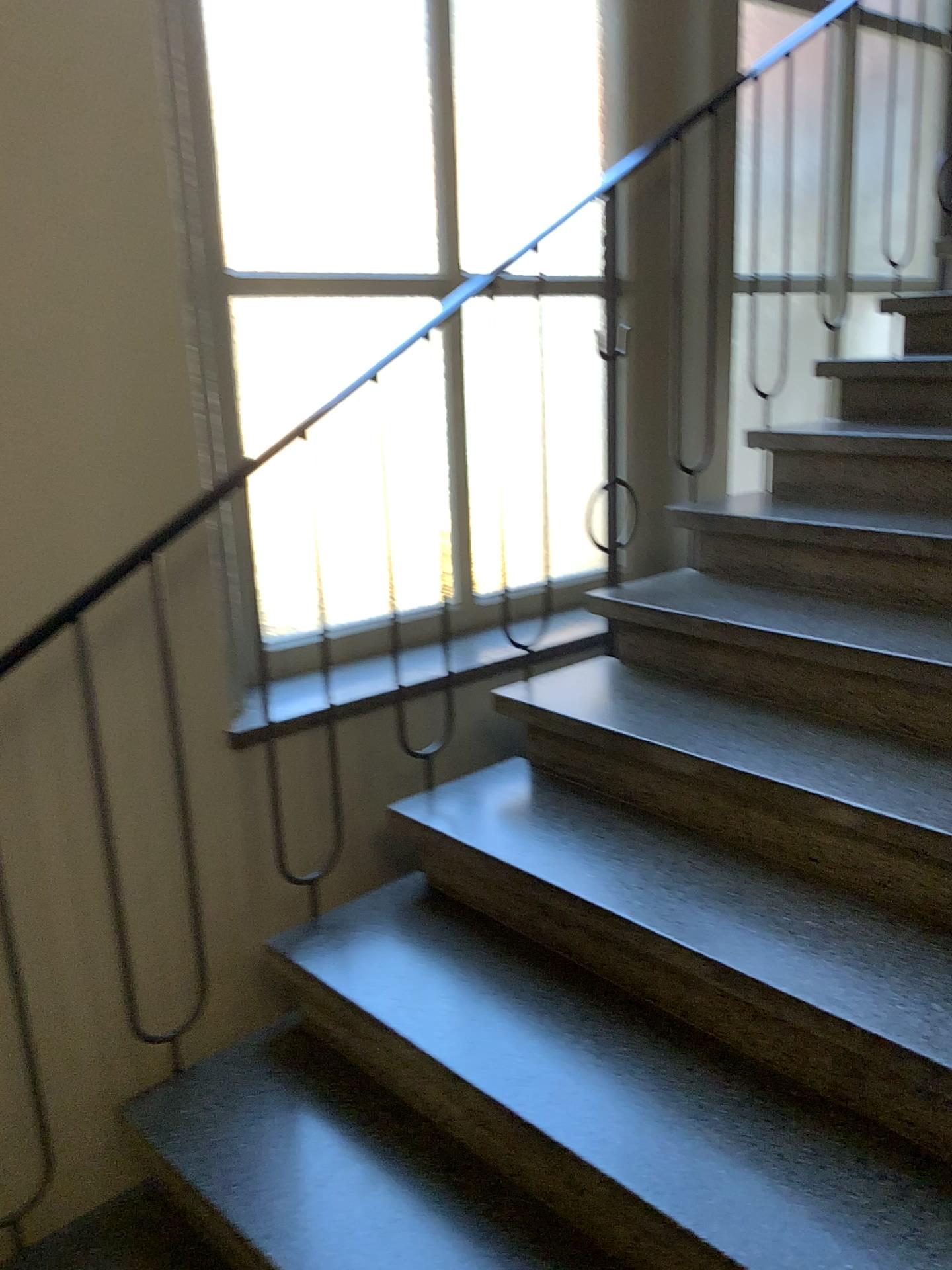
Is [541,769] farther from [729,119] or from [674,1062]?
[729,119]
